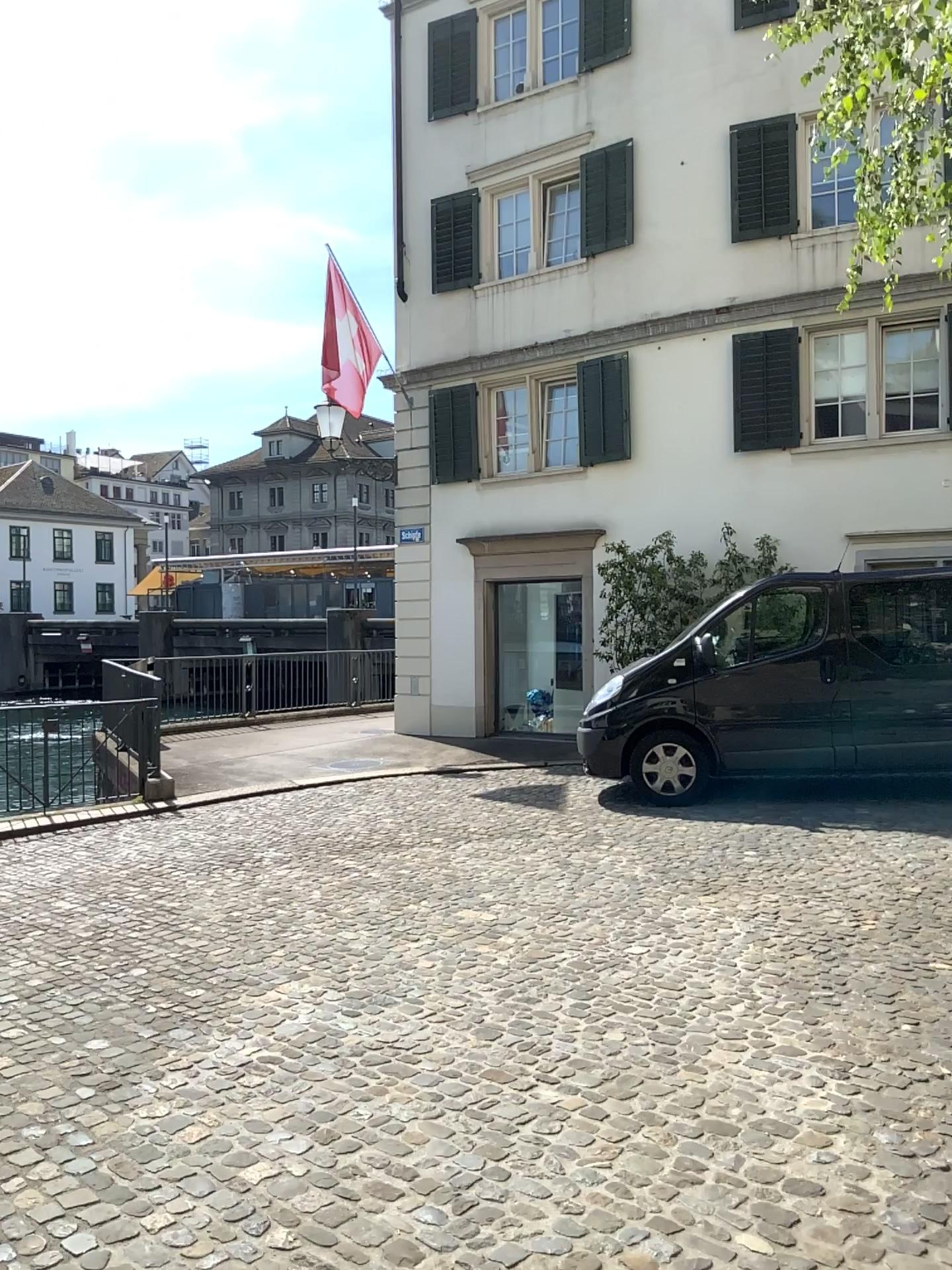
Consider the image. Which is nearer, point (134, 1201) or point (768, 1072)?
point (134, 1201)
